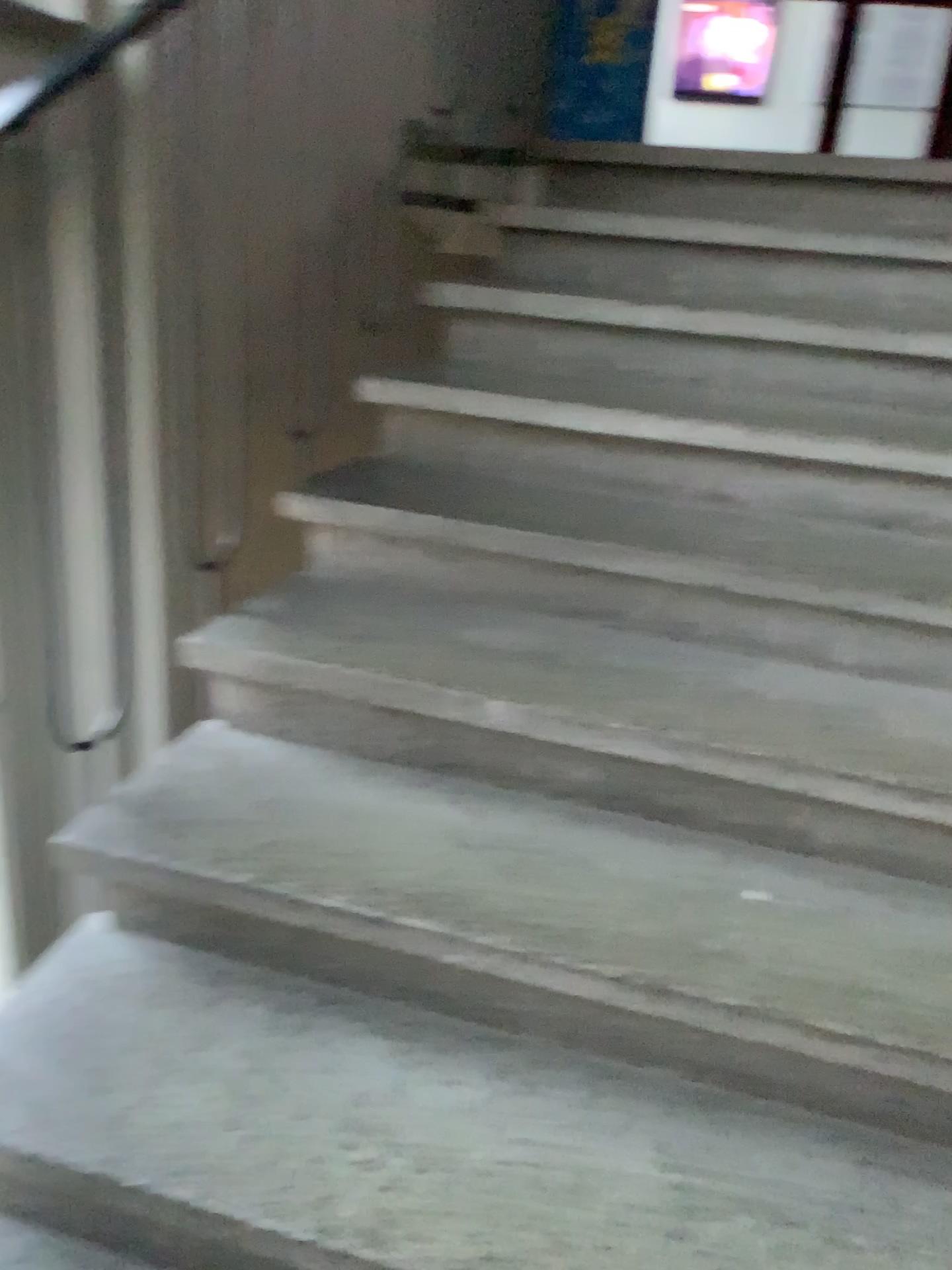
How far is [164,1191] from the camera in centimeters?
109cm

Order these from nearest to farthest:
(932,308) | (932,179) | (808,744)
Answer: (808,744), (932,308), (932,179)

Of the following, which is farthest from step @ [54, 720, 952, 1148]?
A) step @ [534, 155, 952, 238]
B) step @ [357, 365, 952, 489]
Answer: step @ [534, 155, 952, 238]

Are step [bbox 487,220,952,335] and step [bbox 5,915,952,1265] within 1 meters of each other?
no

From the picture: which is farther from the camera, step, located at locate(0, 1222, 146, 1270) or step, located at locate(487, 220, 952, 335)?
step, located at locate(487, 220, 952, 335)

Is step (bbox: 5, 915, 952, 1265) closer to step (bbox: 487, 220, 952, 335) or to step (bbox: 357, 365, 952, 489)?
step (bbox: 357, 365, 952, 489)

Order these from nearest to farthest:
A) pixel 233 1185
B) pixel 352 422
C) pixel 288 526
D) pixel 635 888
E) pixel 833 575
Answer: pixel 233 1185
pixel 635 888
pixel 833 575
pixel 288 526
pixel 352 422

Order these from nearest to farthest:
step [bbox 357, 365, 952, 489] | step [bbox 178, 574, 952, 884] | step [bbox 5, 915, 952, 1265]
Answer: step [bbox 5, 915, 952, 1265]
step [bbox 178, 574, 952, 884]
step [bbox 357, 365, 952, 489]

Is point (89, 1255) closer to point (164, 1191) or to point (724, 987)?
point (164, 1191)

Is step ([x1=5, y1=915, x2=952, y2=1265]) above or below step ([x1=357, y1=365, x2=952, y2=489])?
below
